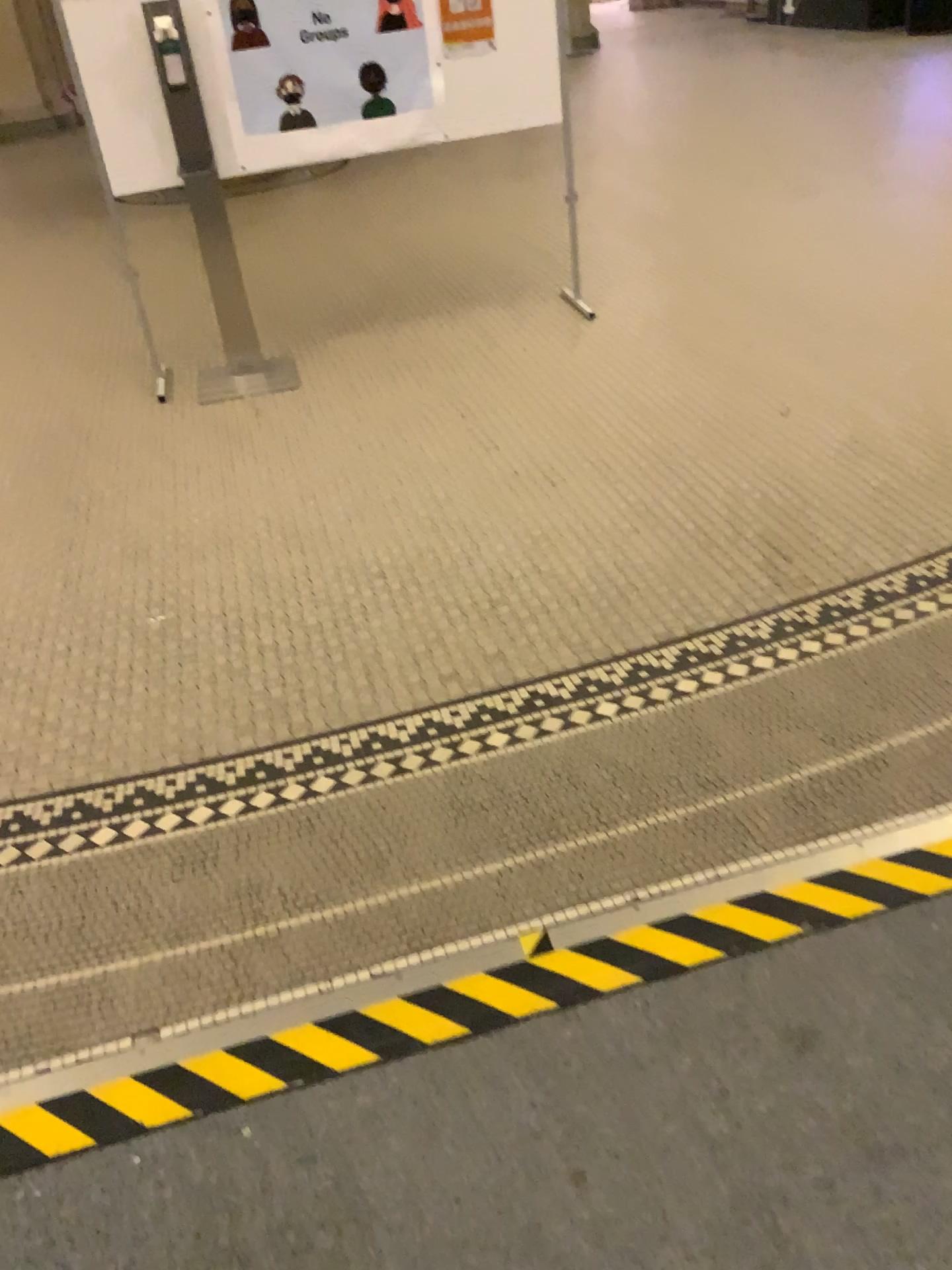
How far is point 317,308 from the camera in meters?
5.2 m
